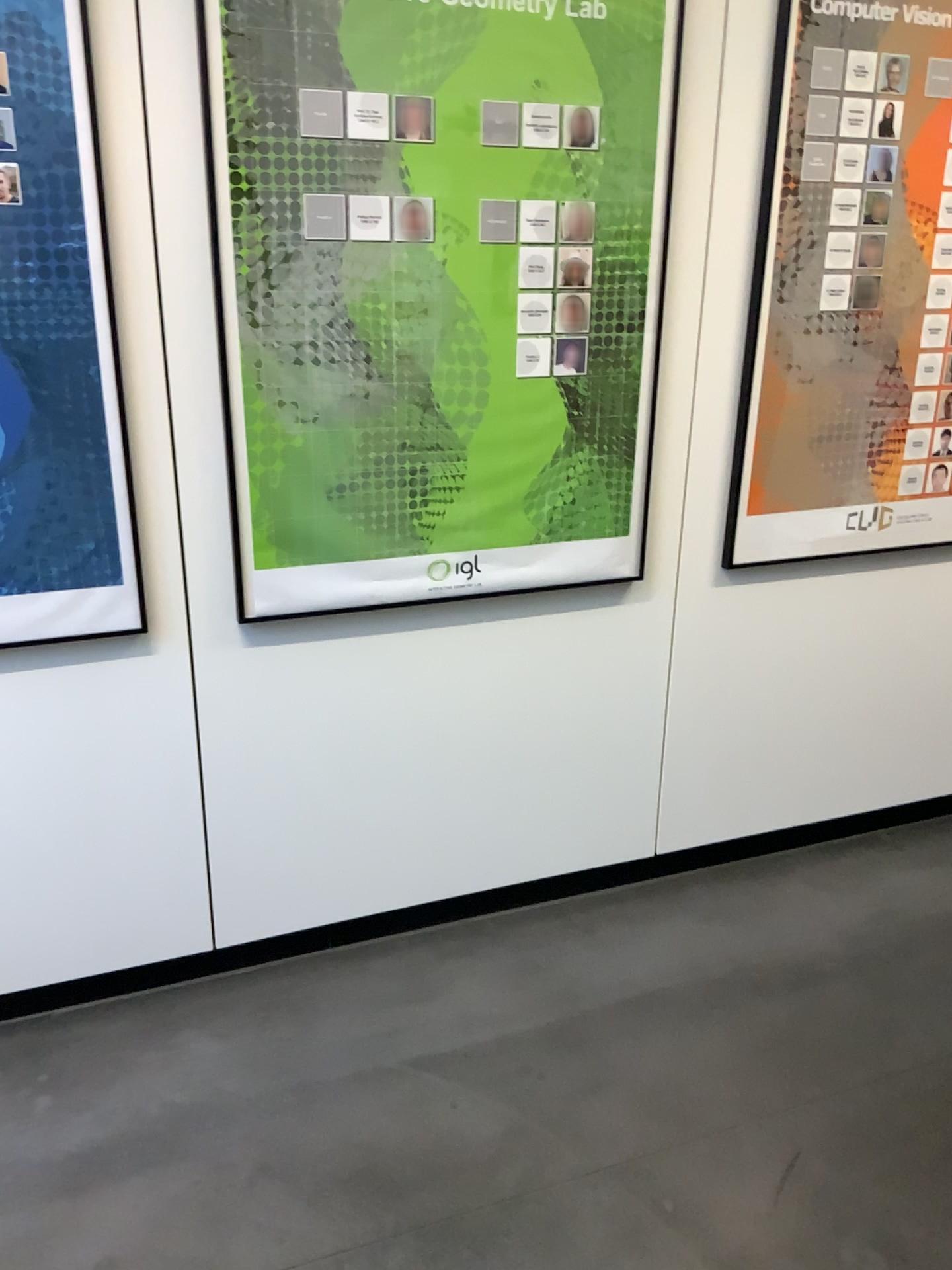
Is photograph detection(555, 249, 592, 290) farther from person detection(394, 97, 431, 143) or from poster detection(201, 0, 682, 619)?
person detection(394, 97, 431, 143)

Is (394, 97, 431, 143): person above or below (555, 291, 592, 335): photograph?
above

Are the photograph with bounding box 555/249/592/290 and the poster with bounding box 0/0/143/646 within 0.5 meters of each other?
no

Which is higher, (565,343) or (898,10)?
(898,10)

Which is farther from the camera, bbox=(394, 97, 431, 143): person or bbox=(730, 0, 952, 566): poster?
bbox=(730, 0, 952, 566): poster

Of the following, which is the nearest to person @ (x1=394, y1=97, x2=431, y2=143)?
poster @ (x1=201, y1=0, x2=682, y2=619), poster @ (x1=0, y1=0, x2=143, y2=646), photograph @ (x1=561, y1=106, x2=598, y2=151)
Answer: poster @ (x1=201, y1=0, x2=682, y2=619)

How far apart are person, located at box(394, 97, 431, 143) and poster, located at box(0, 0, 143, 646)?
0.5 meters

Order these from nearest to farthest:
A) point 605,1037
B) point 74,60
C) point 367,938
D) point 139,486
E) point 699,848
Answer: point 74,60 < point 139,486 < point 605,1037 < point 367,938 < point 699,848

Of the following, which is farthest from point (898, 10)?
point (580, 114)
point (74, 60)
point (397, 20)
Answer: point (74, 60)

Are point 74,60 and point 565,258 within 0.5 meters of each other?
no
